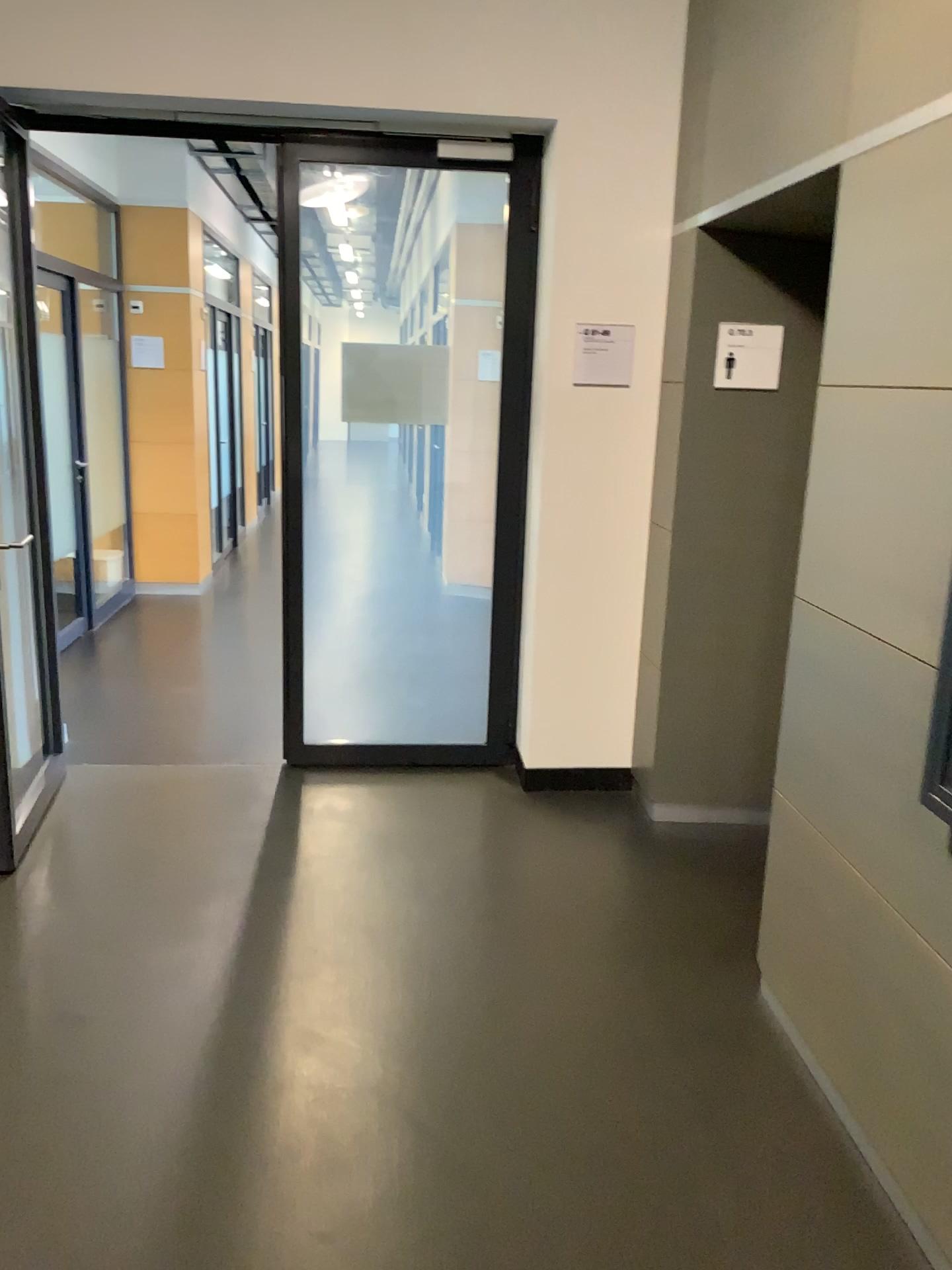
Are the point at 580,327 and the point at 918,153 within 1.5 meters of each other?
no

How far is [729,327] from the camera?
3.51m

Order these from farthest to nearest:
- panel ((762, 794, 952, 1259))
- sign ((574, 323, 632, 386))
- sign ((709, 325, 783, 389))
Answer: sign ((574, 323, 632, 386)) → sign ((709, 325, 783, 389)) → panel ((762, 794, 952, 1259))

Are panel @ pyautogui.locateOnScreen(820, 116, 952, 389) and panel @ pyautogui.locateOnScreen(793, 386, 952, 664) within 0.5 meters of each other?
yes

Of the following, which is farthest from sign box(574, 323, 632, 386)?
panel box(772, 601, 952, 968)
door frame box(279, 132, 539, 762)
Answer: panel box(772, 601, 952, 968)

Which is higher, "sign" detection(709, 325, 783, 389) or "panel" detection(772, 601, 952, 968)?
"sign" detection(709, 325, 783, 389)

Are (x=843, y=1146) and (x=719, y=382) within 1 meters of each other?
no

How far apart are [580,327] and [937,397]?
1.9 meters

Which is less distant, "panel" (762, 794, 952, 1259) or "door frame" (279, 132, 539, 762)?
"panel" (762, 794, 952, 1259)

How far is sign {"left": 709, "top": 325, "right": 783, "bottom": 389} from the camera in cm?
351
